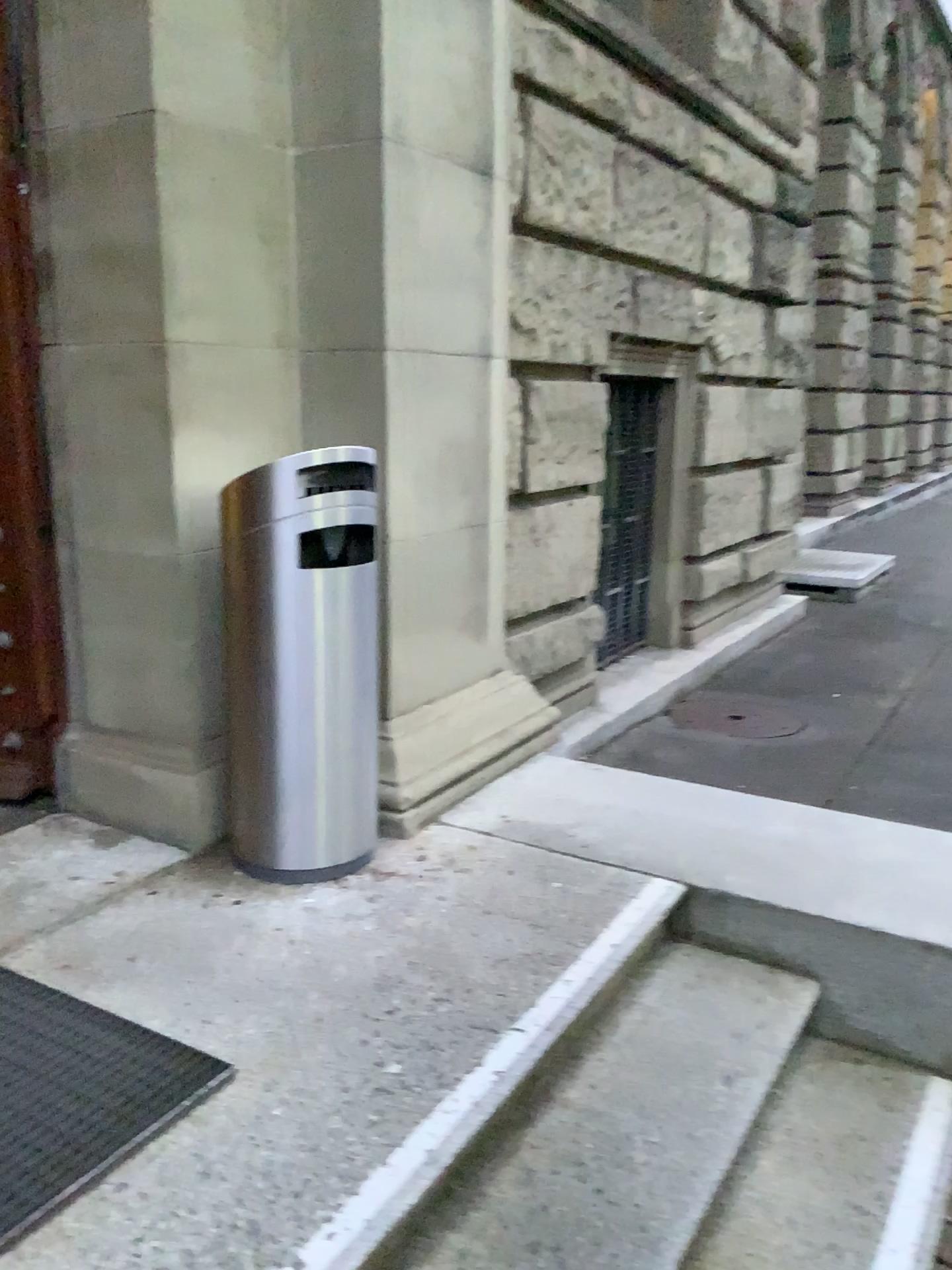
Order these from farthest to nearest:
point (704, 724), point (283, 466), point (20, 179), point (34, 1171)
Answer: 1. point (704, 724)
2. point (20, 179)
3. point (283, 466)
4. point (34, 1171)

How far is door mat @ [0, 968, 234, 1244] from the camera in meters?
1.6 m

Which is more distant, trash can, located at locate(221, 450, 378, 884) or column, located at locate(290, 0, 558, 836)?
column, located at locate(290, 0, 558, 836)

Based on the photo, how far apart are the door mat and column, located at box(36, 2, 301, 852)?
0.6 meters

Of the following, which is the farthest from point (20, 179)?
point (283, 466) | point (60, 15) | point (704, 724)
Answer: point (704, 724)

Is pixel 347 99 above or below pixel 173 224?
above

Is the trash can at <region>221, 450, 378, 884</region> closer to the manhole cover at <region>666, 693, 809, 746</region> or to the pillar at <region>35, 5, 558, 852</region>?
the pillar at <region>35, 5, 558, 852</region>

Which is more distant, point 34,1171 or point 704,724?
point 704,724

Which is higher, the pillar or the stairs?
the pillar

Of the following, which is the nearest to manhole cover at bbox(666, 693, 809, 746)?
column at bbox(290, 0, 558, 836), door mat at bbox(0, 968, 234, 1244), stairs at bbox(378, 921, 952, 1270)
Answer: column at bbox(290, 0, 558, 836)
